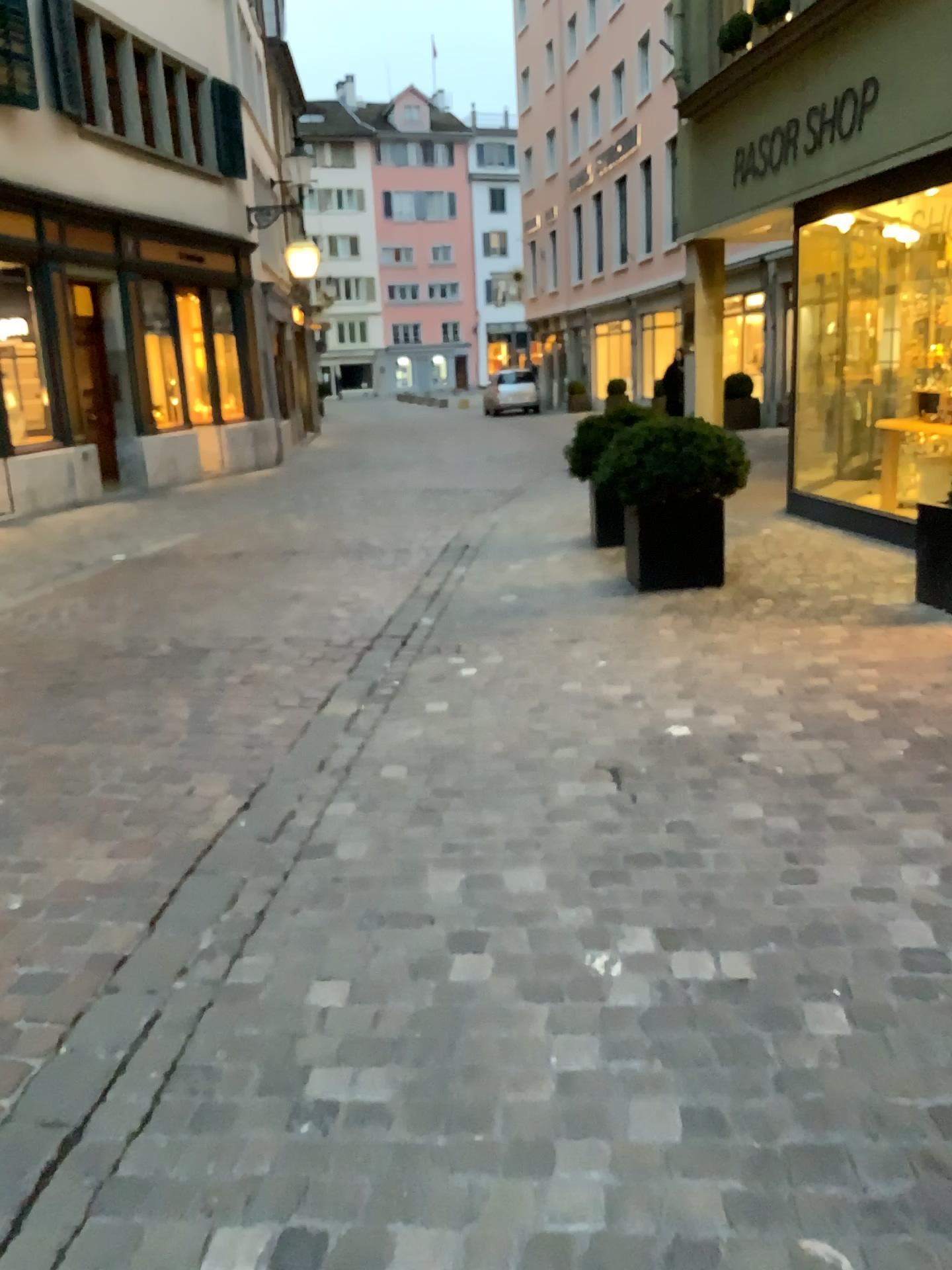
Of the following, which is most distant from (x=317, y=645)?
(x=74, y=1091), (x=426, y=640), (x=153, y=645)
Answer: (x=74, y=1091)
